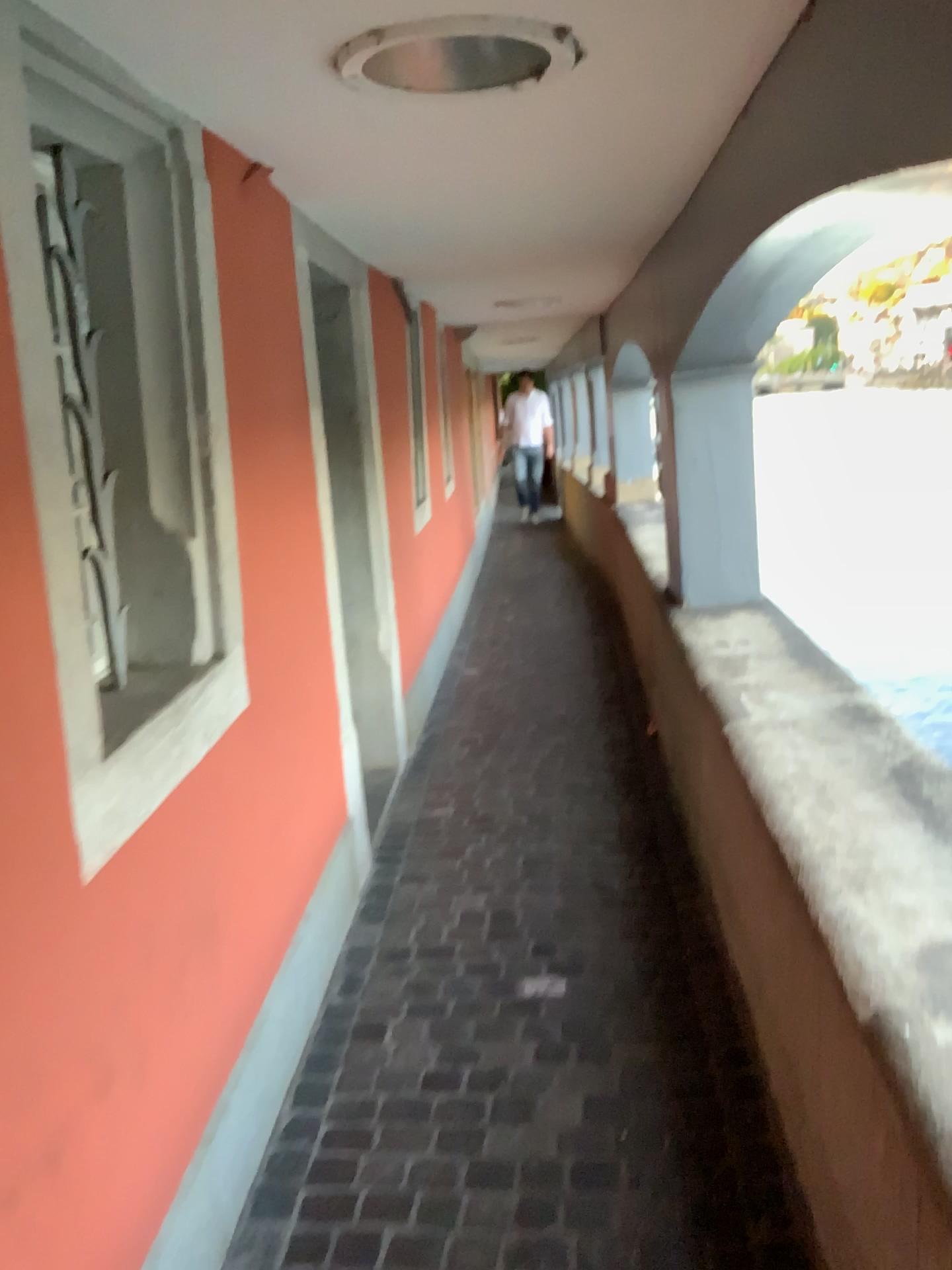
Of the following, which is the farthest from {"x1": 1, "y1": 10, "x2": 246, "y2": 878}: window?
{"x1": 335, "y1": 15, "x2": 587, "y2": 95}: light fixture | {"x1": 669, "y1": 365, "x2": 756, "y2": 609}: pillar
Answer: {"x1": 669, "y1": 365, "x2": 756, "y2": 609}: pillar

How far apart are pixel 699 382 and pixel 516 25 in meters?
2.4 m

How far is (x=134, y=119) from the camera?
1.8 meters

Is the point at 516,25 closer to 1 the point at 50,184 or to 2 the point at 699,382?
1 the point at 50,184

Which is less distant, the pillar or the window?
the window

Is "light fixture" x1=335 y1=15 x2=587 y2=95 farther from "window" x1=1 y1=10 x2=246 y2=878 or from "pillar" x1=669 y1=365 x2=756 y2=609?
"pillar" x1=669 y1=365 x2=756 y2=609

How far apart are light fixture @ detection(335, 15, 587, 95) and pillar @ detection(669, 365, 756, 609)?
2.1m

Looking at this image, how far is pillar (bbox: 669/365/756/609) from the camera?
3.9 meters

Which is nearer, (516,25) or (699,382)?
(516,25)

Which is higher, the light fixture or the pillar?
the light fixture
